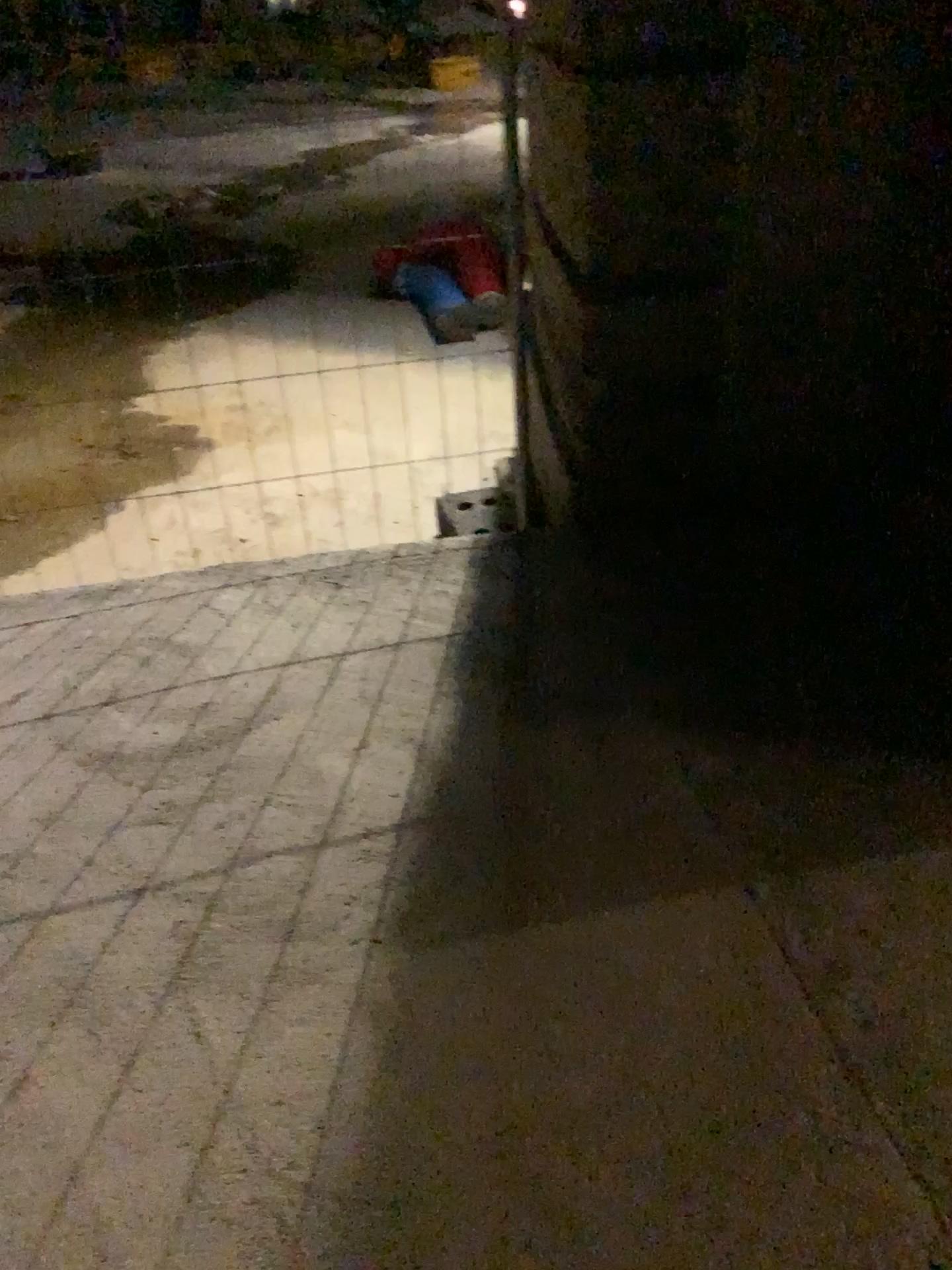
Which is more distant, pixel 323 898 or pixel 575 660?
pixel 575 660

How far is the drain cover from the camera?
3.1 meters

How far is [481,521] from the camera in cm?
306
